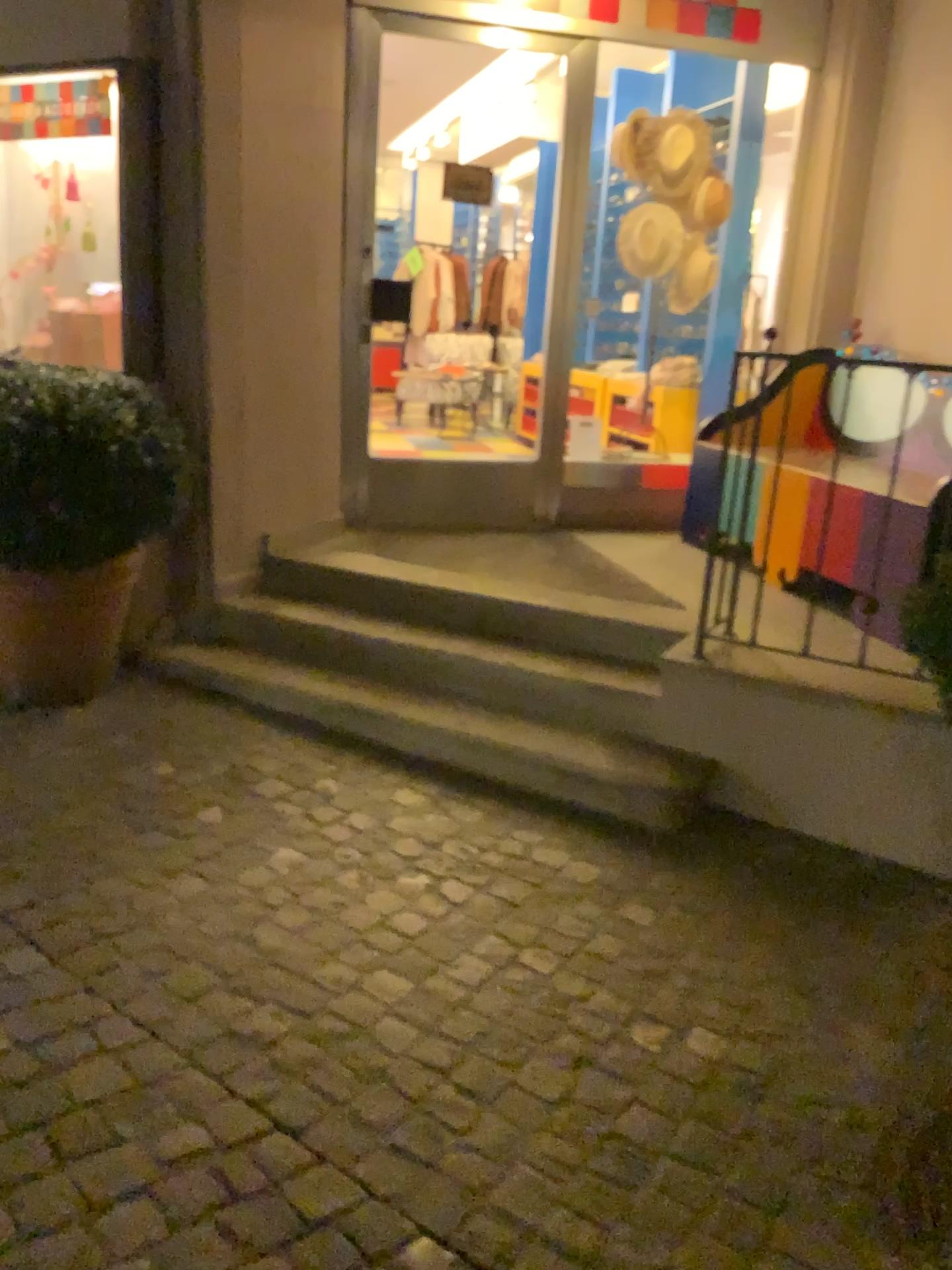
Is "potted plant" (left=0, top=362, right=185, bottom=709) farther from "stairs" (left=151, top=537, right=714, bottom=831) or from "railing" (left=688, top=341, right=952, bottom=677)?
"railing" (left=688, top=341, right=952, bottom=677)

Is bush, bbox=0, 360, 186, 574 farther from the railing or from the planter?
the railing

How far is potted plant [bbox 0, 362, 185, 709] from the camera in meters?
2.9 m

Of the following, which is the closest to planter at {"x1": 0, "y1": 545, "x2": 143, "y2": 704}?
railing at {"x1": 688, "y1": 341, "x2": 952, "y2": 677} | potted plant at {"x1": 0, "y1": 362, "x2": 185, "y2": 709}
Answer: potted plant at {"x1": 0, "y1": 362, "x2": 185, "y2": 709}

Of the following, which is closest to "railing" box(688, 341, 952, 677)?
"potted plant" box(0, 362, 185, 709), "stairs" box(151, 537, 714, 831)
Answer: "stairs" box(151, 537, 714, 831)

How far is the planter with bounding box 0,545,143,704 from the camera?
3.1 meters

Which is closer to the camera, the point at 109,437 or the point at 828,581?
the point at 109,437

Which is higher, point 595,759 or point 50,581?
point 50,581

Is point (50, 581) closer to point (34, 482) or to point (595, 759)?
point (34, 482)

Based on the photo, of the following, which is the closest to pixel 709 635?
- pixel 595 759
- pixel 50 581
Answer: pixel 595 759
